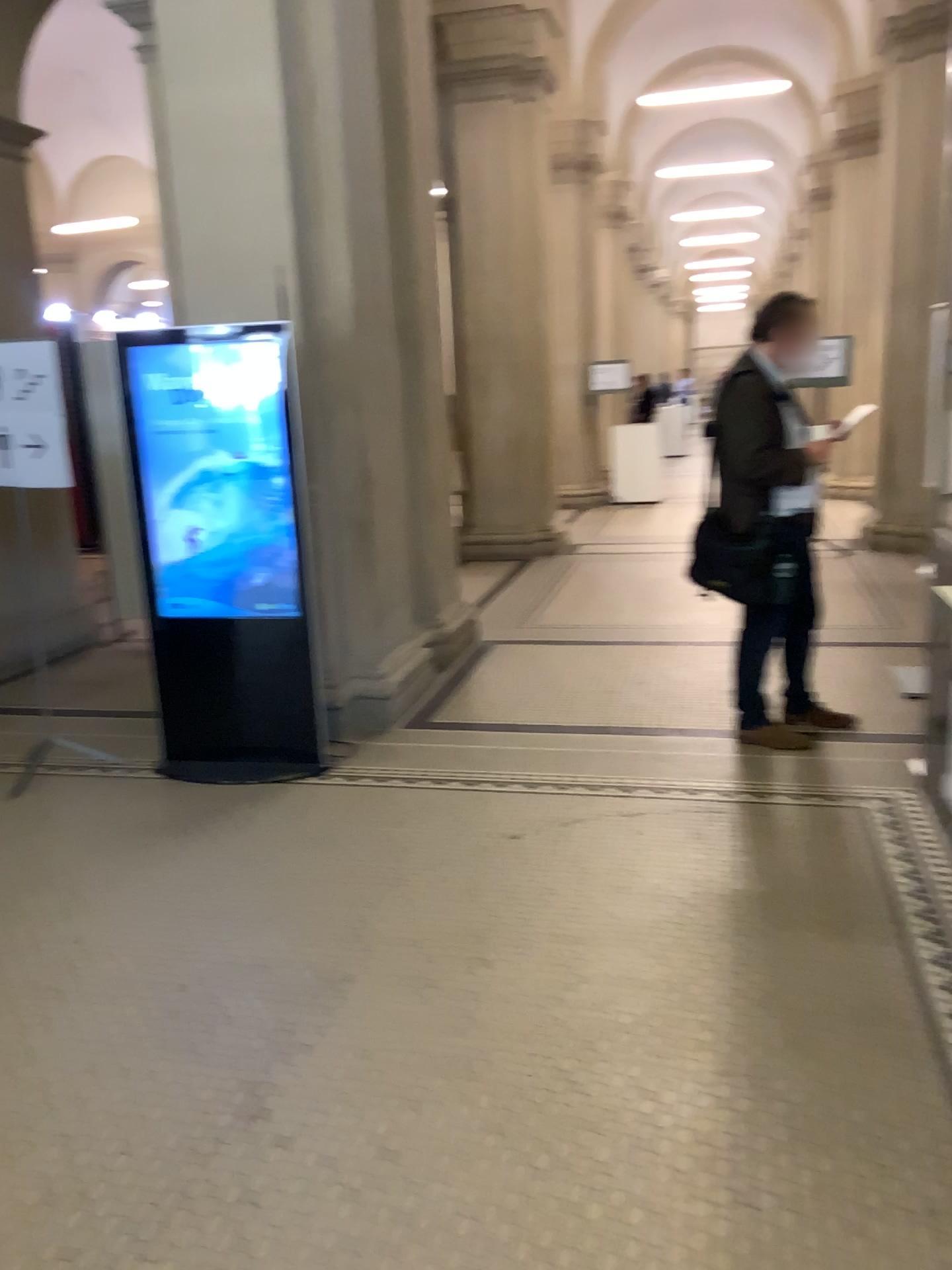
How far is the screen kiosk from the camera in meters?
4.2 m

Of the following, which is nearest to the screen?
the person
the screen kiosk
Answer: the screen kiosk

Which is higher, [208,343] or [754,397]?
[208,343]

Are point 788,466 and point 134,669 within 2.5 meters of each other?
no

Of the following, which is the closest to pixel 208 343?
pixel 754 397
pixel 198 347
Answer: pixel 198 347

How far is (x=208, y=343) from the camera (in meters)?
4.22

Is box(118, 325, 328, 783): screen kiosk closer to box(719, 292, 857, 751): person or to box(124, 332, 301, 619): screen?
box(124, 332, 301, 619): screen

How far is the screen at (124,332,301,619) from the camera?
4.2m
